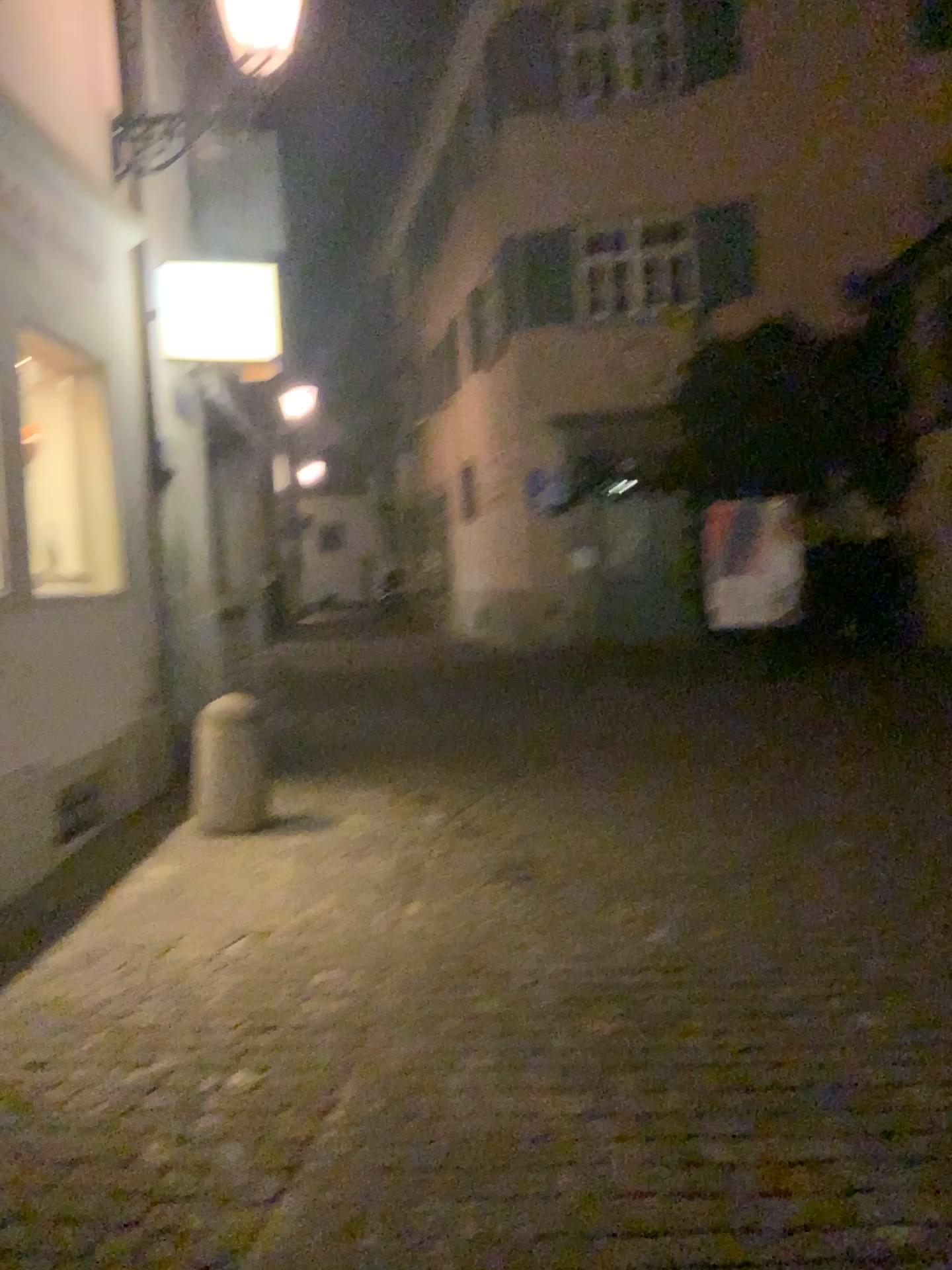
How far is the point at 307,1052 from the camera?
3.09m
